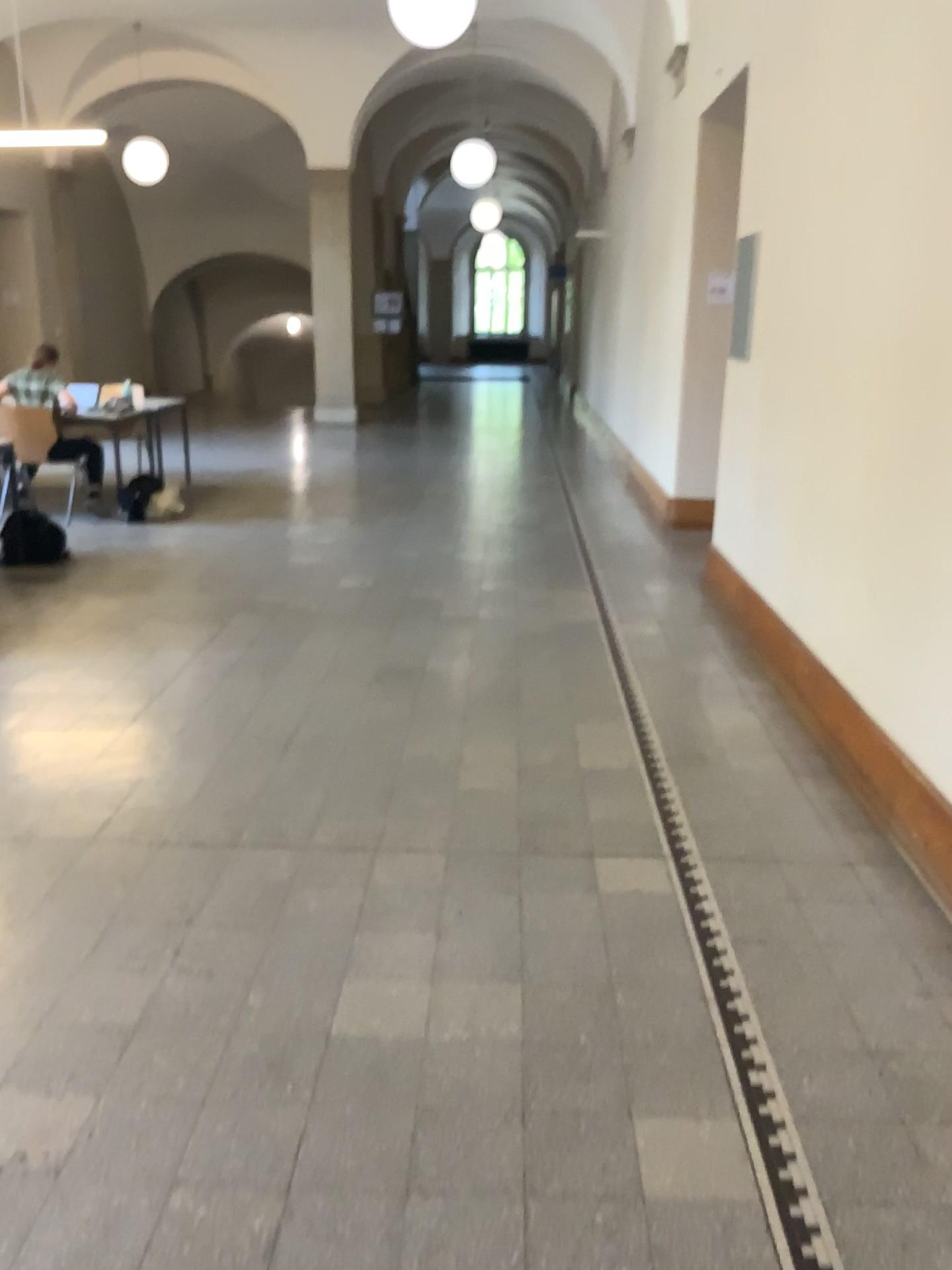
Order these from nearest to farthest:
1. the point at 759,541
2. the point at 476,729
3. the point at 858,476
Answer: the point at 858,476 → the point at 476,729 → the point at 759,541
